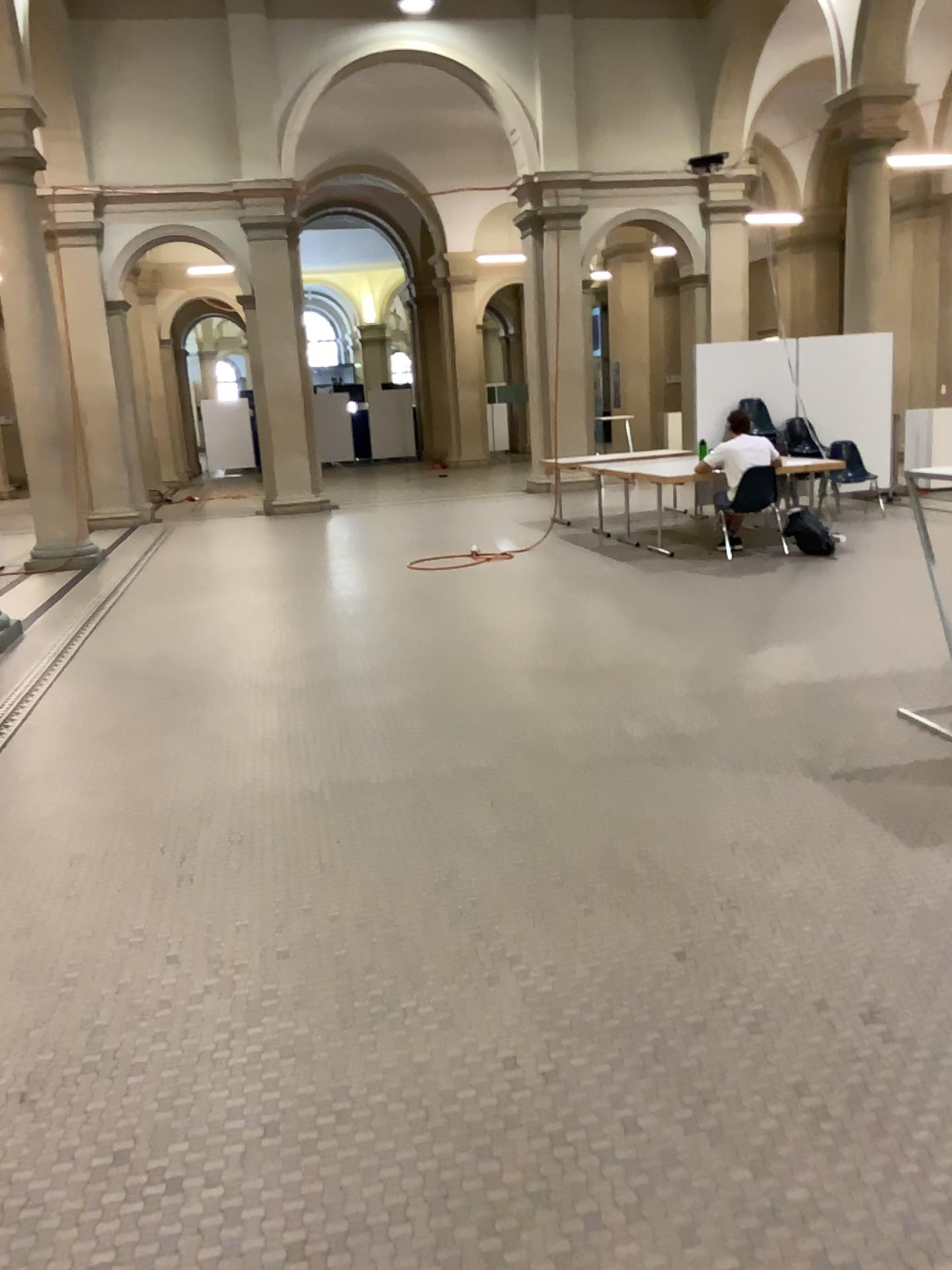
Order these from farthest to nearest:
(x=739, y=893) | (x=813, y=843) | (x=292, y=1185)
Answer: (x=813, y=843) < (x=739, y=893) < (x=292, y=1185)
